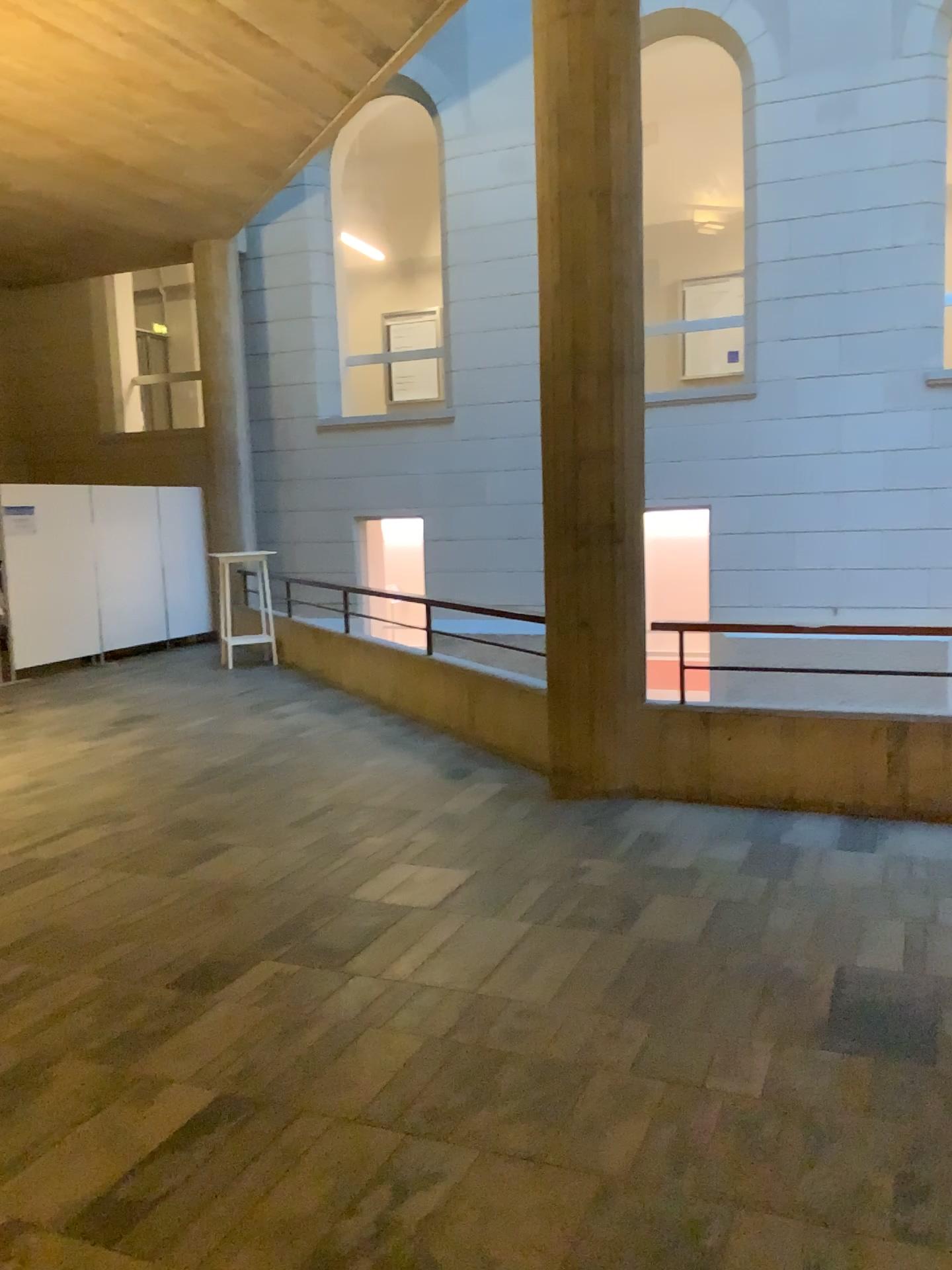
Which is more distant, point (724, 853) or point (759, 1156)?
point (724, 853)
